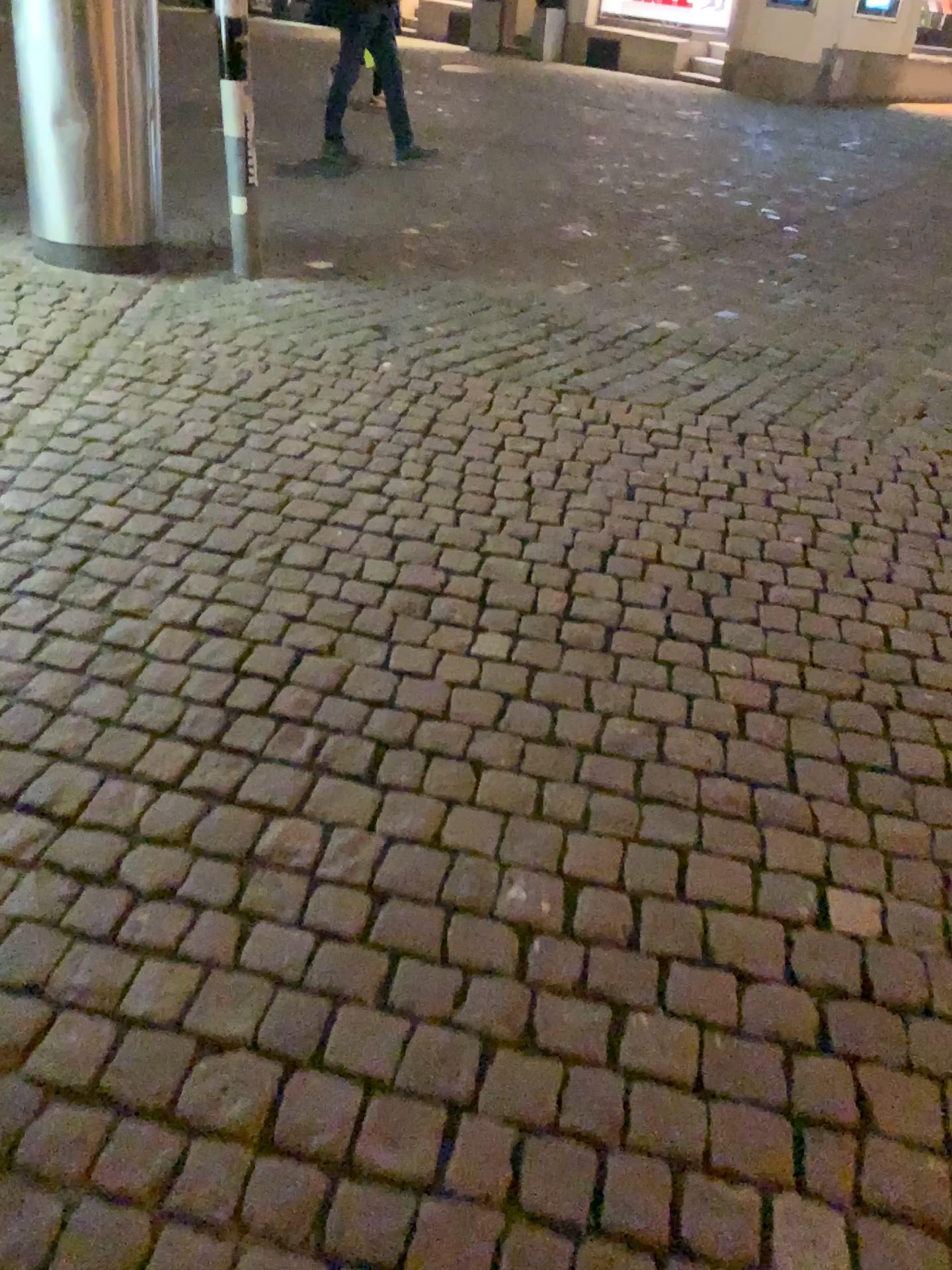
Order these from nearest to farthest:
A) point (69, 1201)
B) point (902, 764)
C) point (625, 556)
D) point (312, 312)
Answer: point (69, 1201), point (902, 764), point (625, 556), point (312, 312)
